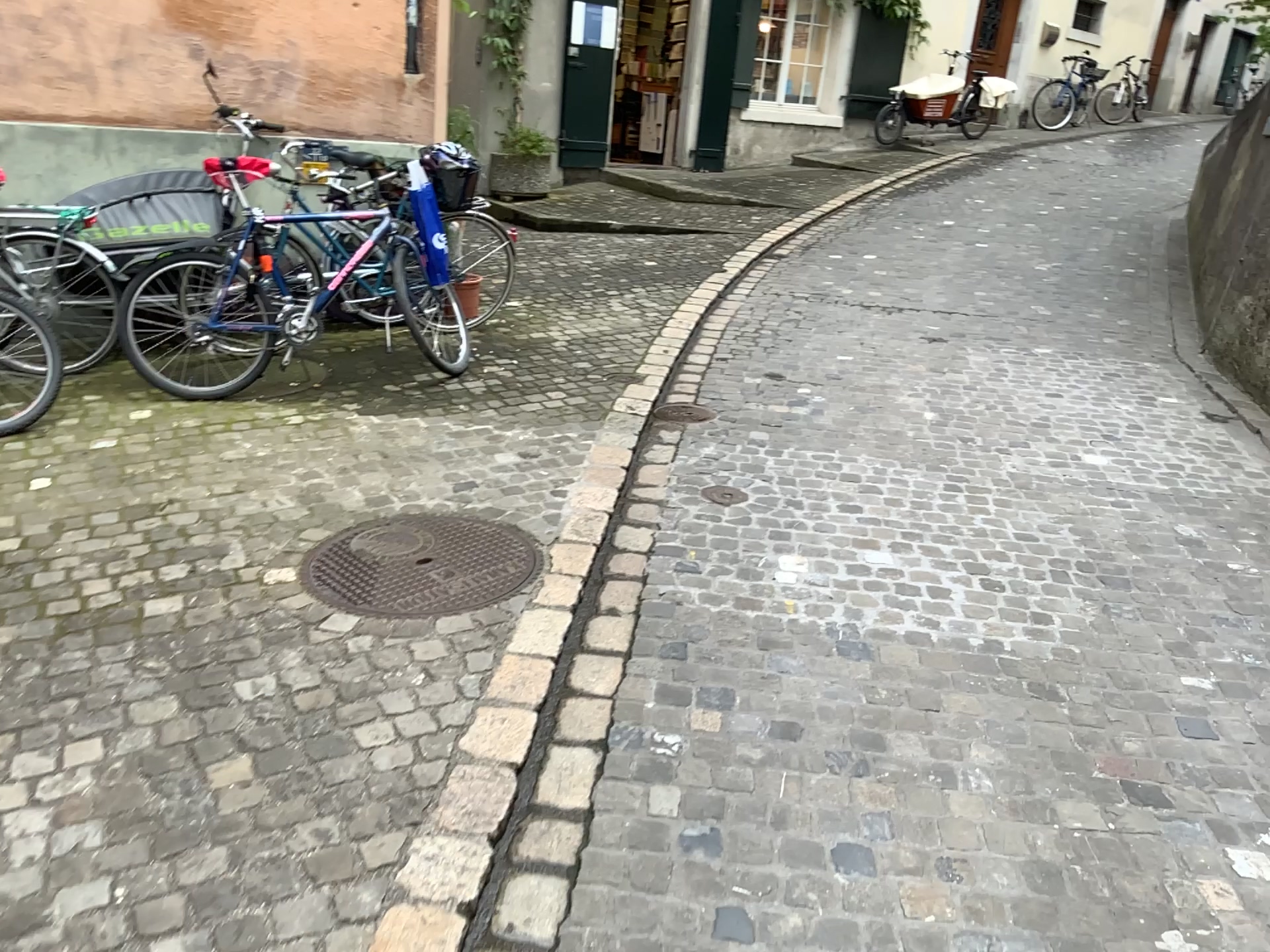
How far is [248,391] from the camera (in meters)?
4.78
